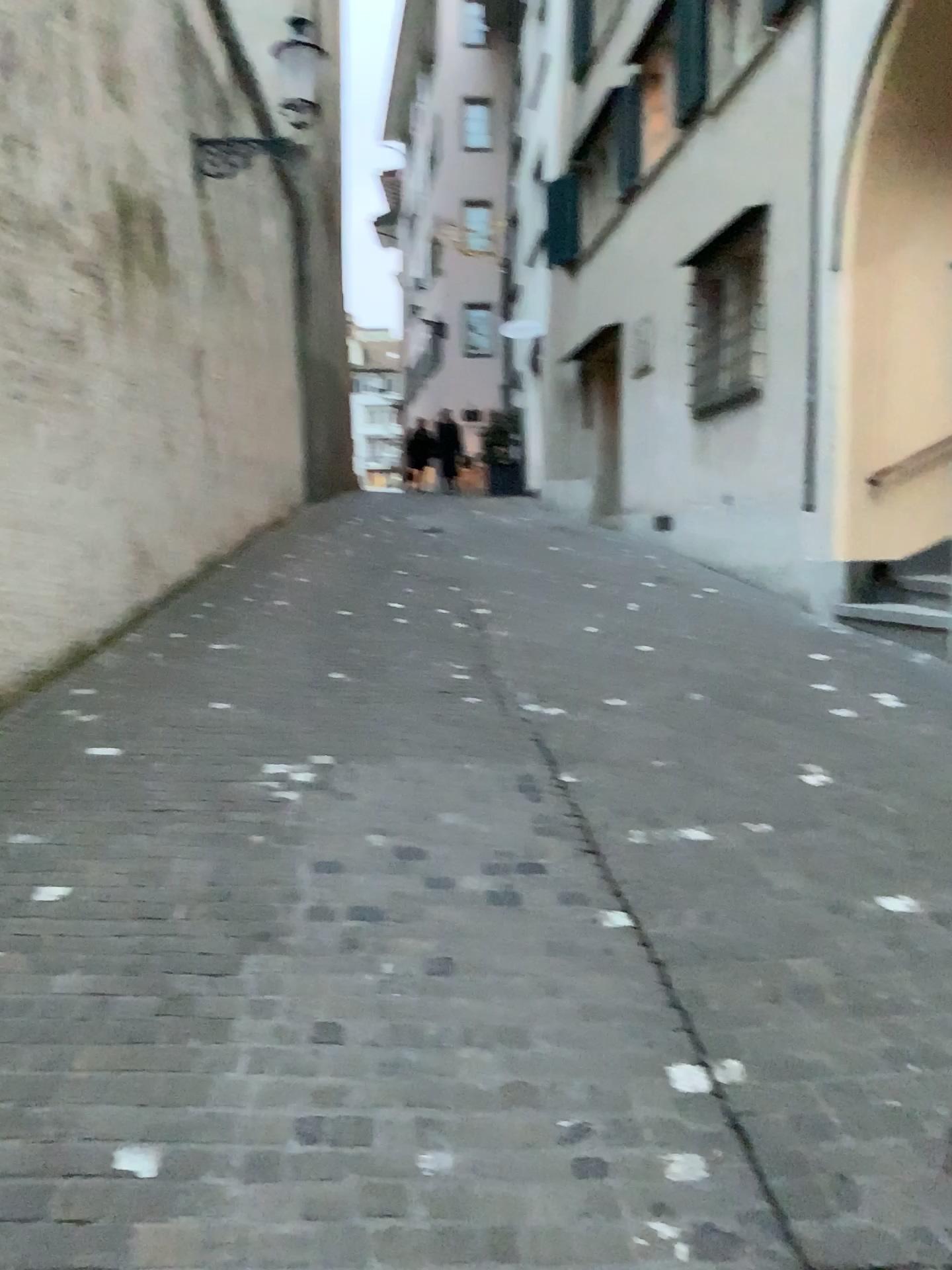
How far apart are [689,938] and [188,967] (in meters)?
1.40
